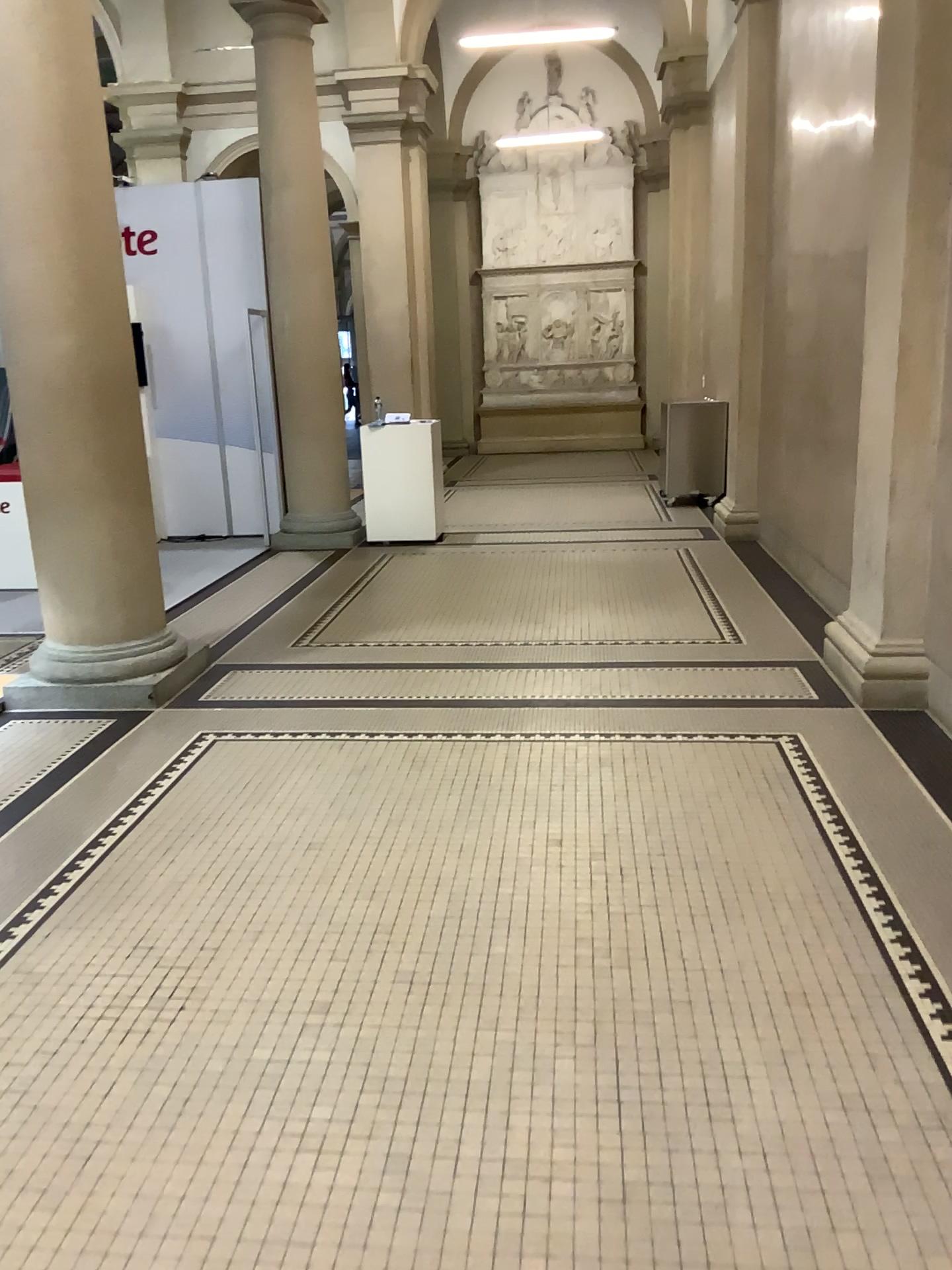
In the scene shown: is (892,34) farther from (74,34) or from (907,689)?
(74,34)

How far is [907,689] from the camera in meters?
4.3 m

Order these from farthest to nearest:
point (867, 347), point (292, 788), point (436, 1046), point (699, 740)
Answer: point (867, 347), point (699, 740), point (292, 788), point (436, 1046)

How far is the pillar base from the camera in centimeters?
426cm

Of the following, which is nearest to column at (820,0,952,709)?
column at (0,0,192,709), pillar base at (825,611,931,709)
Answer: pillar base at (825,611,931,709)

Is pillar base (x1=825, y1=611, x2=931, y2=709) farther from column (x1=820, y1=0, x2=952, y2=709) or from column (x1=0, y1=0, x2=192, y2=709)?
column (x1=0, y1=0, x2=192, y2=709)

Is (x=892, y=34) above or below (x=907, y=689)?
above
